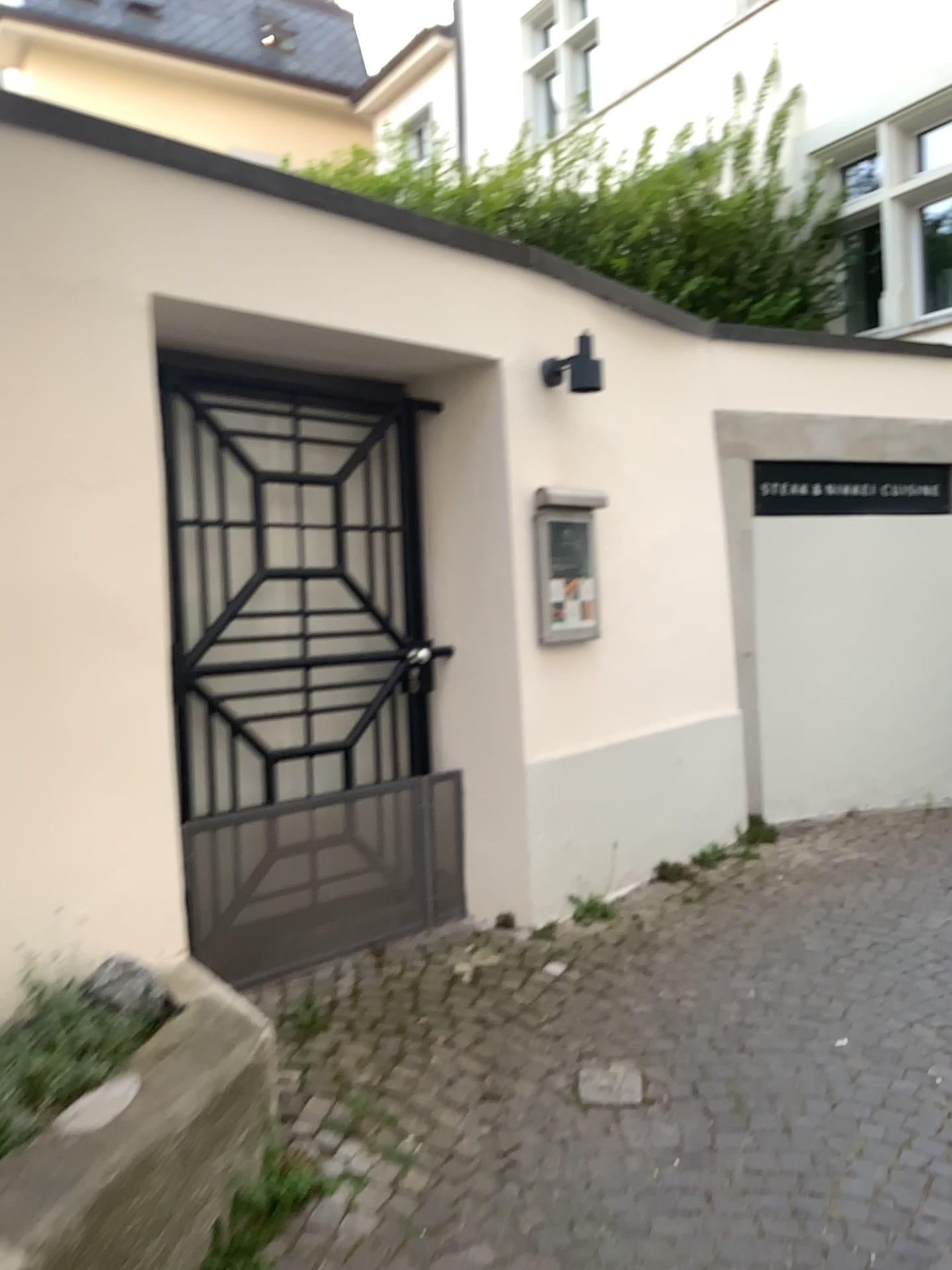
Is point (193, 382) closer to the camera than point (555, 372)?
Yes

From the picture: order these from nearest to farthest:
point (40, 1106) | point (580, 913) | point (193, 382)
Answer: point (40, 1106) < point (193, 382) < point (580, 913)

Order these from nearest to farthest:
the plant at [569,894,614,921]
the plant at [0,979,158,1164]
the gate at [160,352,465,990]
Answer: the plant at [0,979,158,1164]
the gate at [160,352,465,990]
the plant at [569,894,614,921]

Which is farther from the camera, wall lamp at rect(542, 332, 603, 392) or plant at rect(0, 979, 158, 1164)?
wall lamp at rect(542, 332, 603, 392)

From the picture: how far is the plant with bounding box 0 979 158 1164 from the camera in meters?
2.1

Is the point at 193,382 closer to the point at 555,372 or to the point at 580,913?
the point at 555,372

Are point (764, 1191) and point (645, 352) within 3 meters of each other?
no

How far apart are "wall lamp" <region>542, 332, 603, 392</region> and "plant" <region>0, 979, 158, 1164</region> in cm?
275

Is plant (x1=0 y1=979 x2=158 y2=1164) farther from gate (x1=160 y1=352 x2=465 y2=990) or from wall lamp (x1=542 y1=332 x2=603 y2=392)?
wall lamp (x1=542 y1=332 x2=603 y2=392)

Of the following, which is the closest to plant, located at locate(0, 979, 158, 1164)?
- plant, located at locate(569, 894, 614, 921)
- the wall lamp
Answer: plant, located at locate(569, 894, 614, 921)
